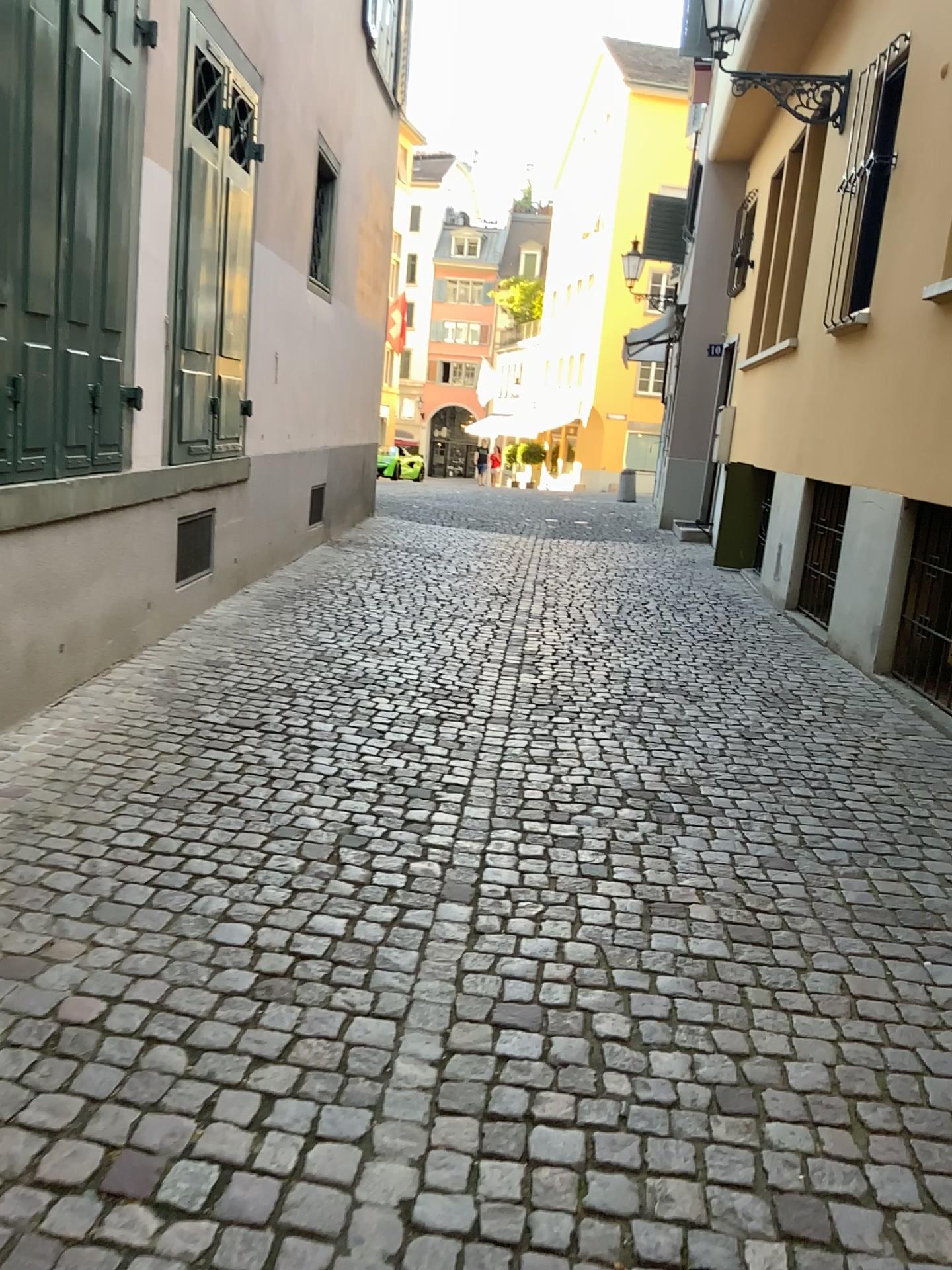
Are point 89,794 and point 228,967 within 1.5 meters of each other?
yes
